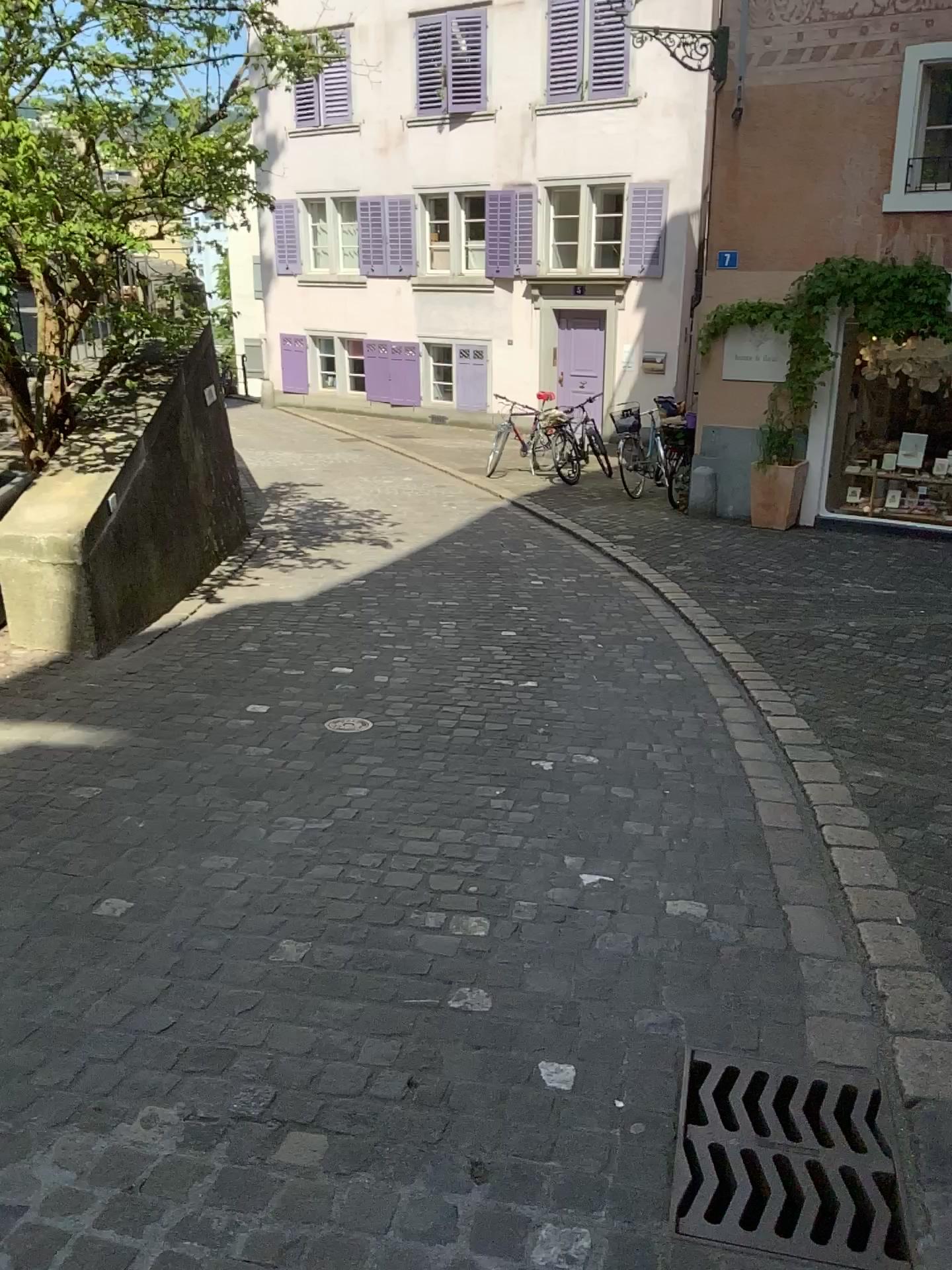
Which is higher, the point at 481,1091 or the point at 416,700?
the point at 481,1091

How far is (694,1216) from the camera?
1.8 meters

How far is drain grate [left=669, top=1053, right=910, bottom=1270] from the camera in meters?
1.8 m
